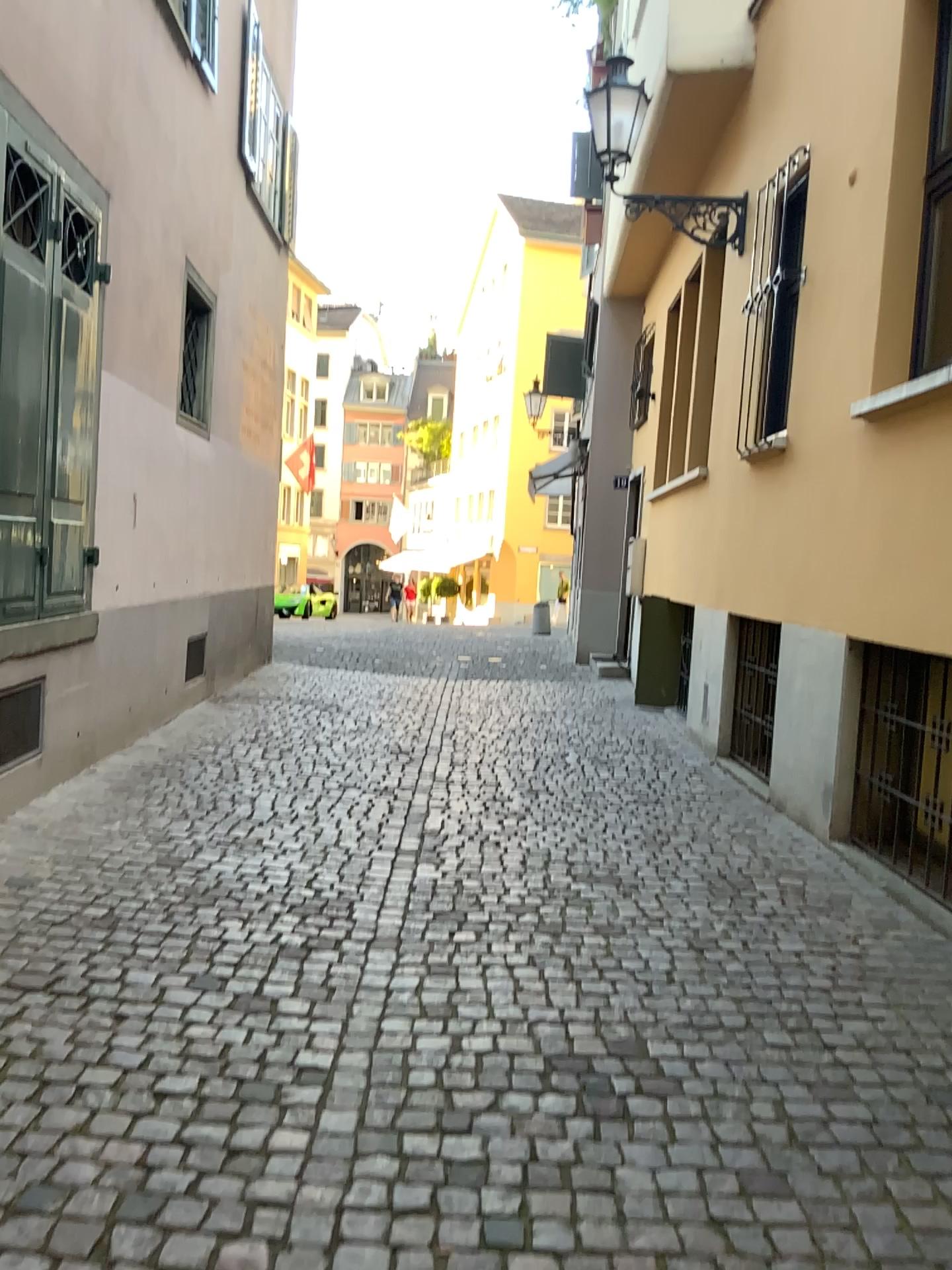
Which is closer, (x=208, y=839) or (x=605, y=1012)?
(x=605, y=1012)
